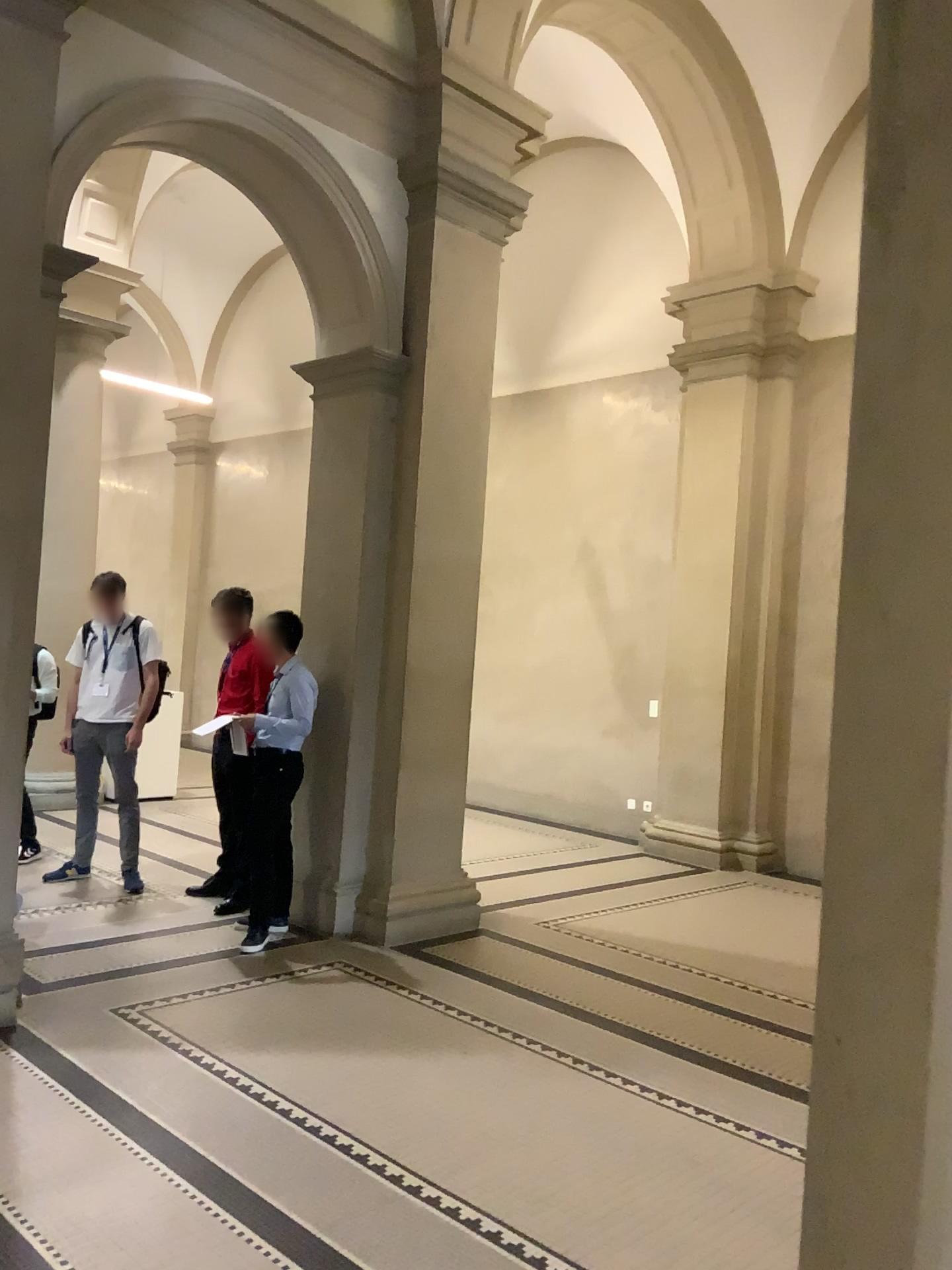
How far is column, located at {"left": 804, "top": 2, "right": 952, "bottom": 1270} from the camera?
1.13m

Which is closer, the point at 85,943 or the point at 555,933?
the point at 85,943

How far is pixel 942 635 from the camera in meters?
1.1
